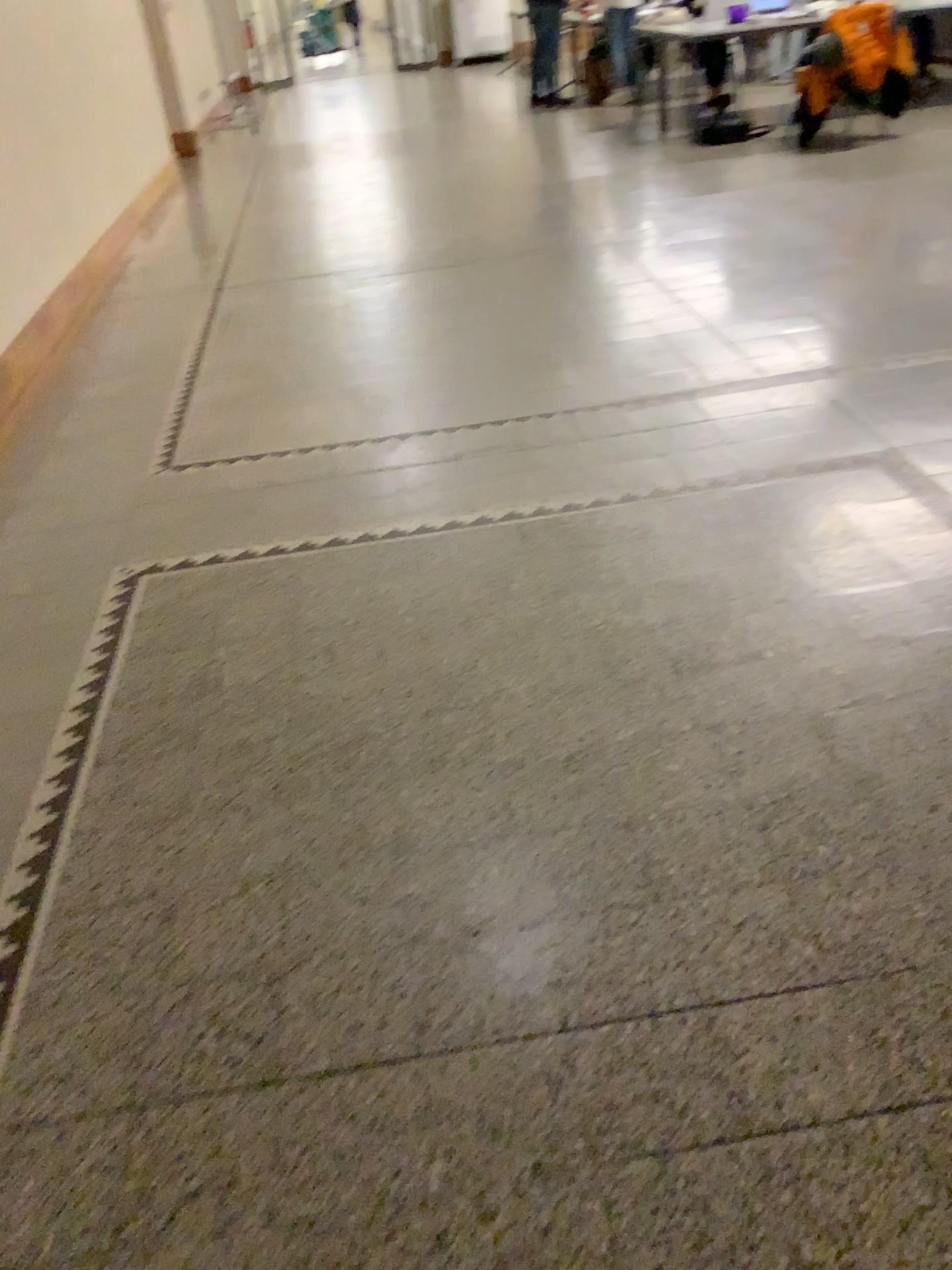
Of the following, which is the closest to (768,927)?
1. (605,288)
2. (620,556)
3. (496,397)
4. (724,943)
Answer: (724,943)
